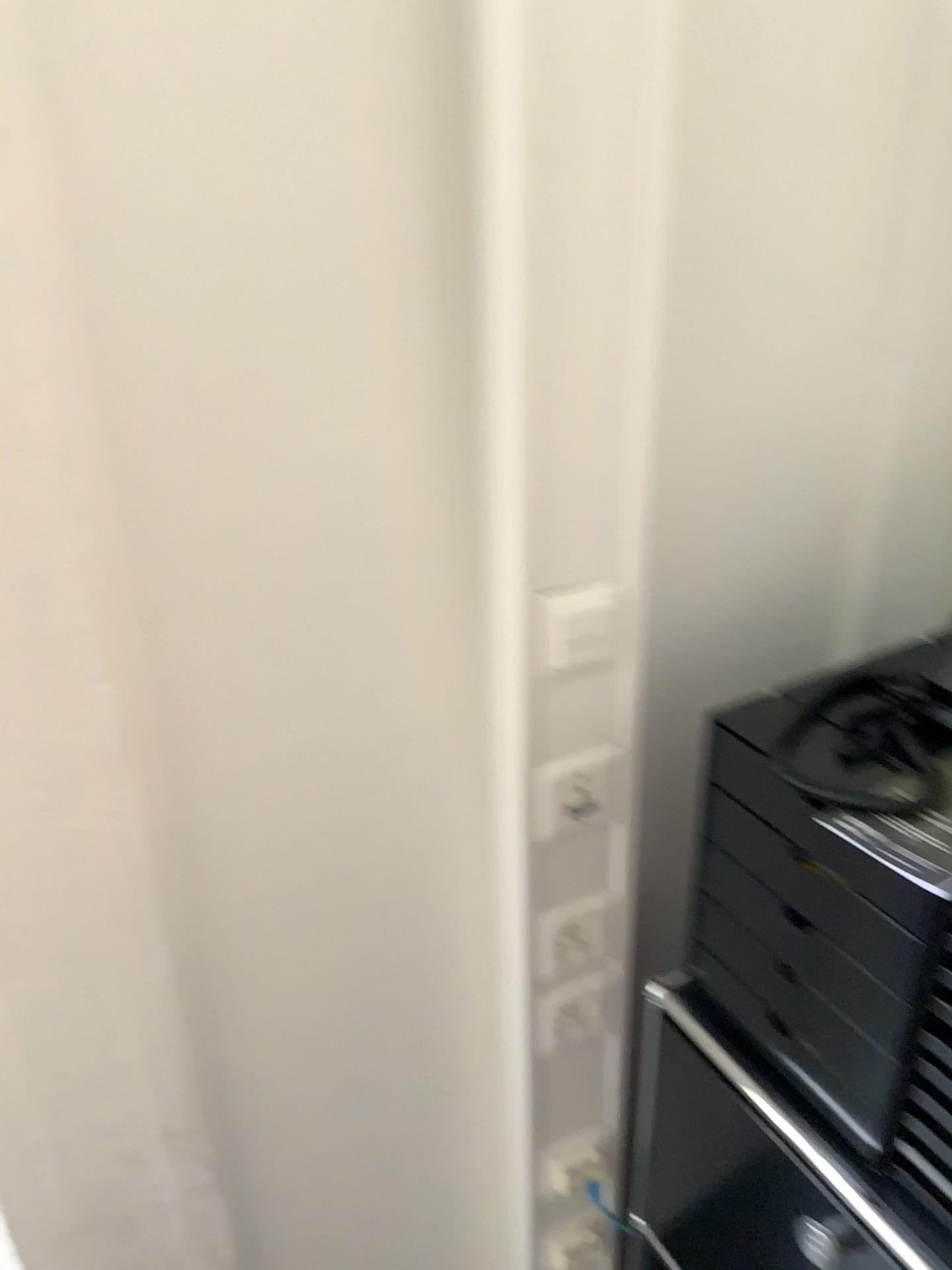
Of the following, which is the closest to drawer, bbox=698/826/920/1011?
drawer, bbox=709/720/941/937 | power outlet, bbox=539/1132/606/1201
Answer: drawer, bbox=709/720/941/937

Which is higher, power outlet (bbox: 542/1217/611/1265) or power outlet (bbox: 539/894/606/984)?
power outlet (bbox: 539/894/606/984)

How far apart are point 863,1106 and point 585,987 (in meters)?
0.30

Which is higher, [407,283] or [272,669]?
[407,283]

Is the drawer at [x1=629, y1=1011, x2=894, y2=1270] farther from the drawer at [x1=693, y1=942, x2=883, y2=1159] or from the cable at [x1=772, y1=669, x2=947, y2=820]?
the cable at [x1=772, y1=669, x2=947, y2=820]

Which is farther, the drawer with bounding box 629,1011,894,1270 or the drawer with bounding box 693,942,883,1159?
the drawer with bounding box 629,1011,894,1270

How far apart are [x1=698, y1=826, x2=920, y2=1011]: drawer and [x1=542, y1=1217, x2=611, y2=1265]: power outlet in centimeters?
44cm

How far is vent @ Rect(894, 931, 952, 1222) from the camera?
0.8 meters

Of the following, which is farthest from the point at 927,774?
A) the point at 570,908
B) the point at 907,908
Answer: the point at 570,908

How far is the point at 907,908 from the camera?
0.77m
